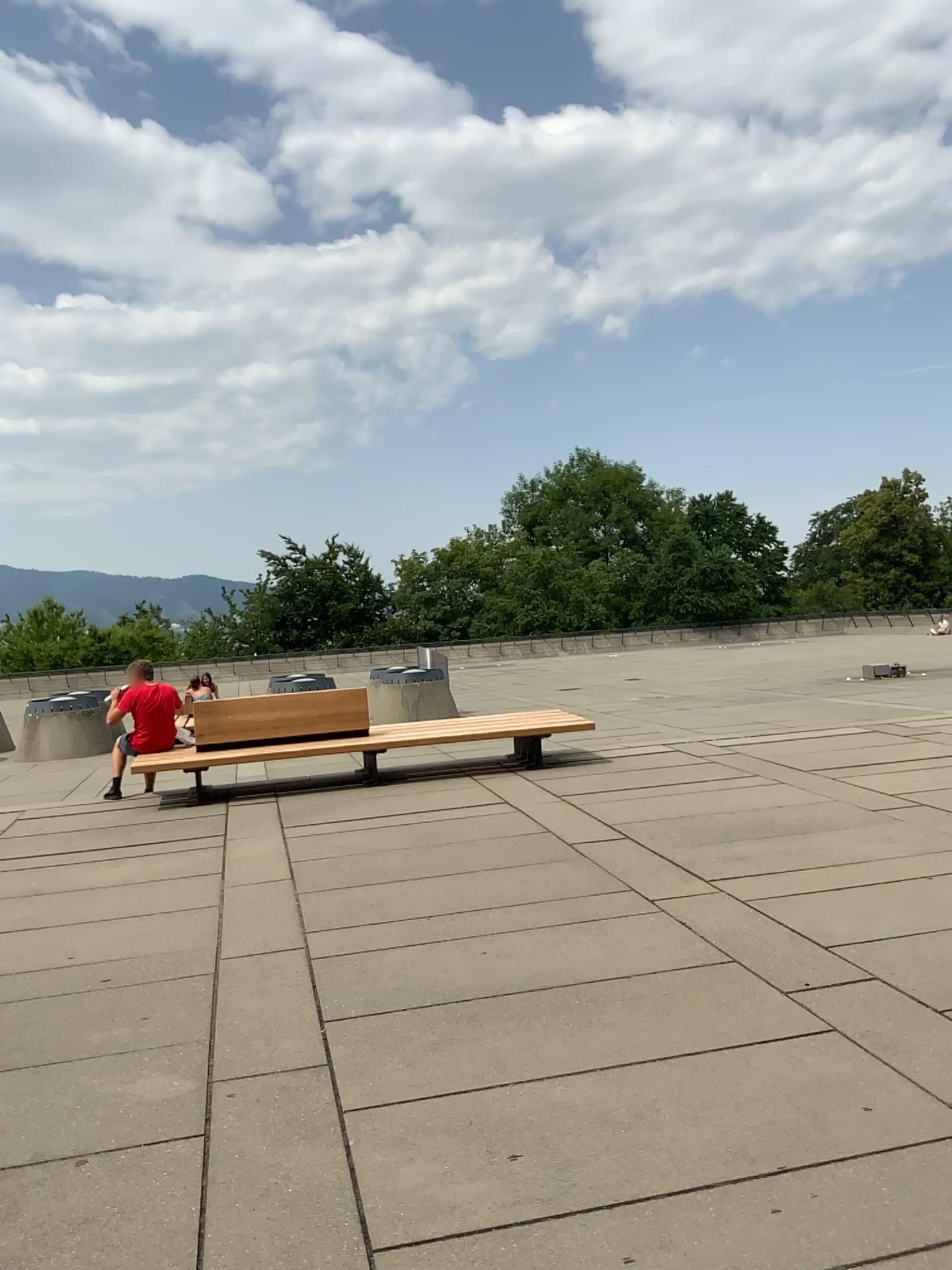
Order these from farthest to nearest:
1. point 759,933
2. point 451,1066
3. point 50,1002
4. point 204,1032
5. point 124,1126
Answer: Answer: 1. point 759,933
2. point 50,1002
3. point 204,1032
4. point 451,1066
5. point 124,1126
